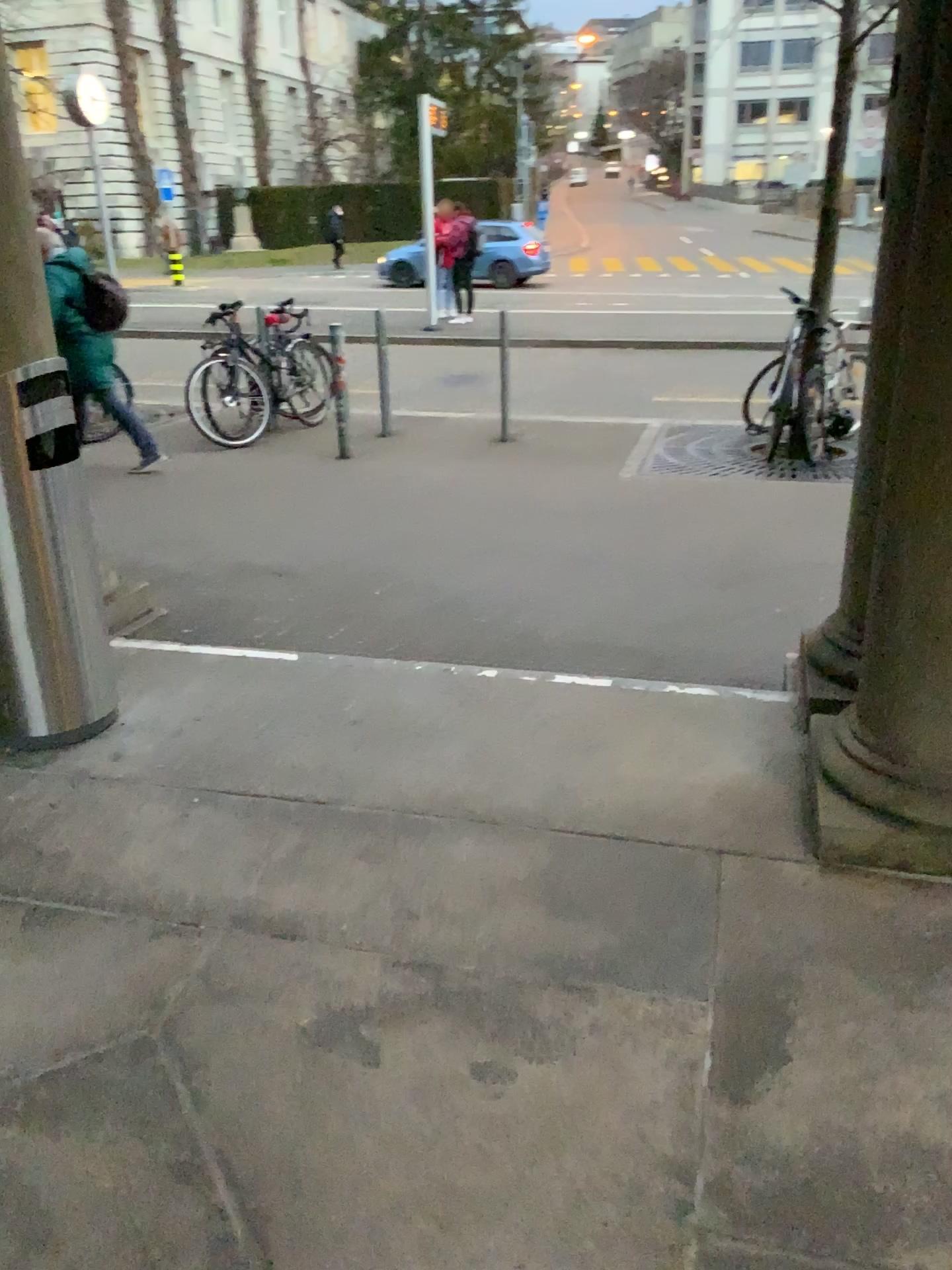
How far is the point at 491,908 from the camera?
2.25m
